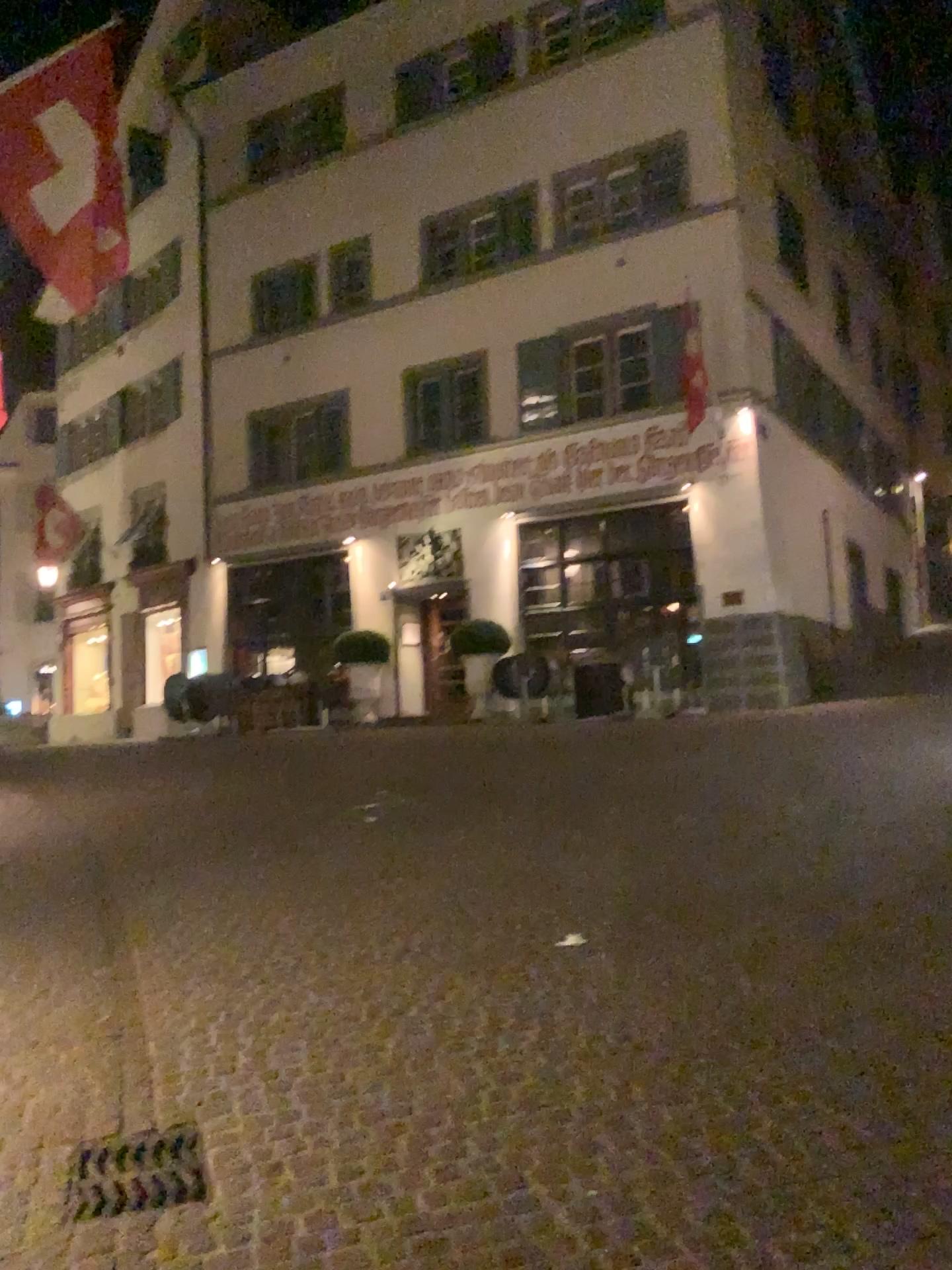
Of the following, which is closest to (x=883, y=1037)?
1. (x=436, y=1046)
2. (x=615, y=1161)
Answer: (x=615, y=1161)
